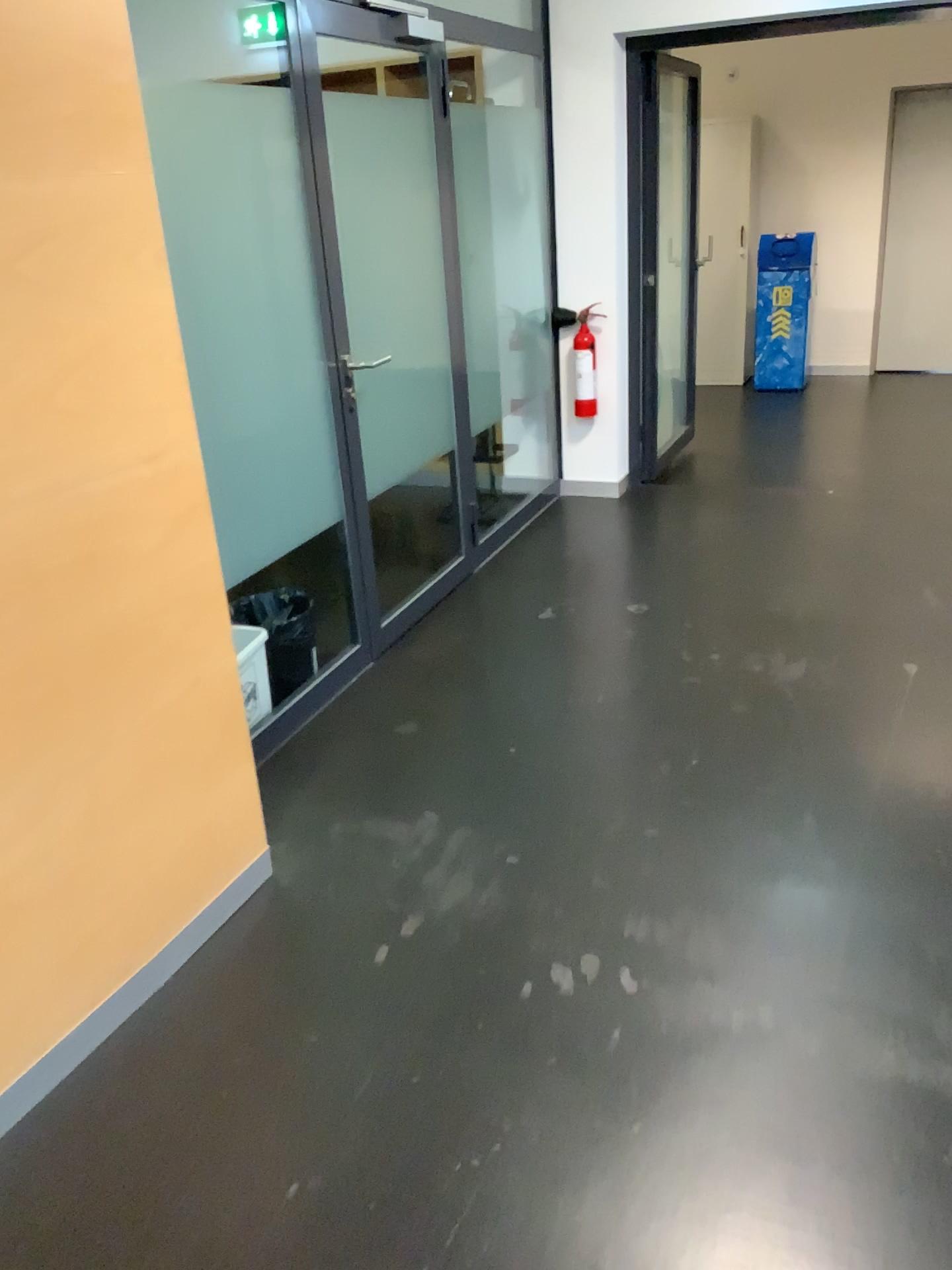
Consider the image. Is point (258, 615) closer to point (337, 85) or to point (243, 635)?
point (243, 635)

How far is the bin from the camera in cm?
310

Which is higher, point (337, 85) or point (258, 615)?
point (337, 85)

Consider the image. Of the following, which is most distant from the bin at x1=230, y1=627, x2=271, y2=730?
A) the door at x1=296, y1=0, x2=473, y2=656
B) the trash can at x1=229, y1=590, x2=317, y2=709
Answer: the door at x1=296, y1=0, x2=473, y2=656

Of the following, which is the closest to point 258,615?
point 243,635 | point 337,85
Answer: point 243,635

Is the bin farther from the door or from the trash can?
the door

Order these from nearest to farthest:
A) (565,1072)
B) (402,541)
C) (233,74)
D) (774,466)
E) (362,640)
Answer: (565,1072) < (233,74) < (362,640) < (402,541) < (774,466)

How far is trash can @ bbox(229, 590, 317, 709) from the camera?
3.1m
